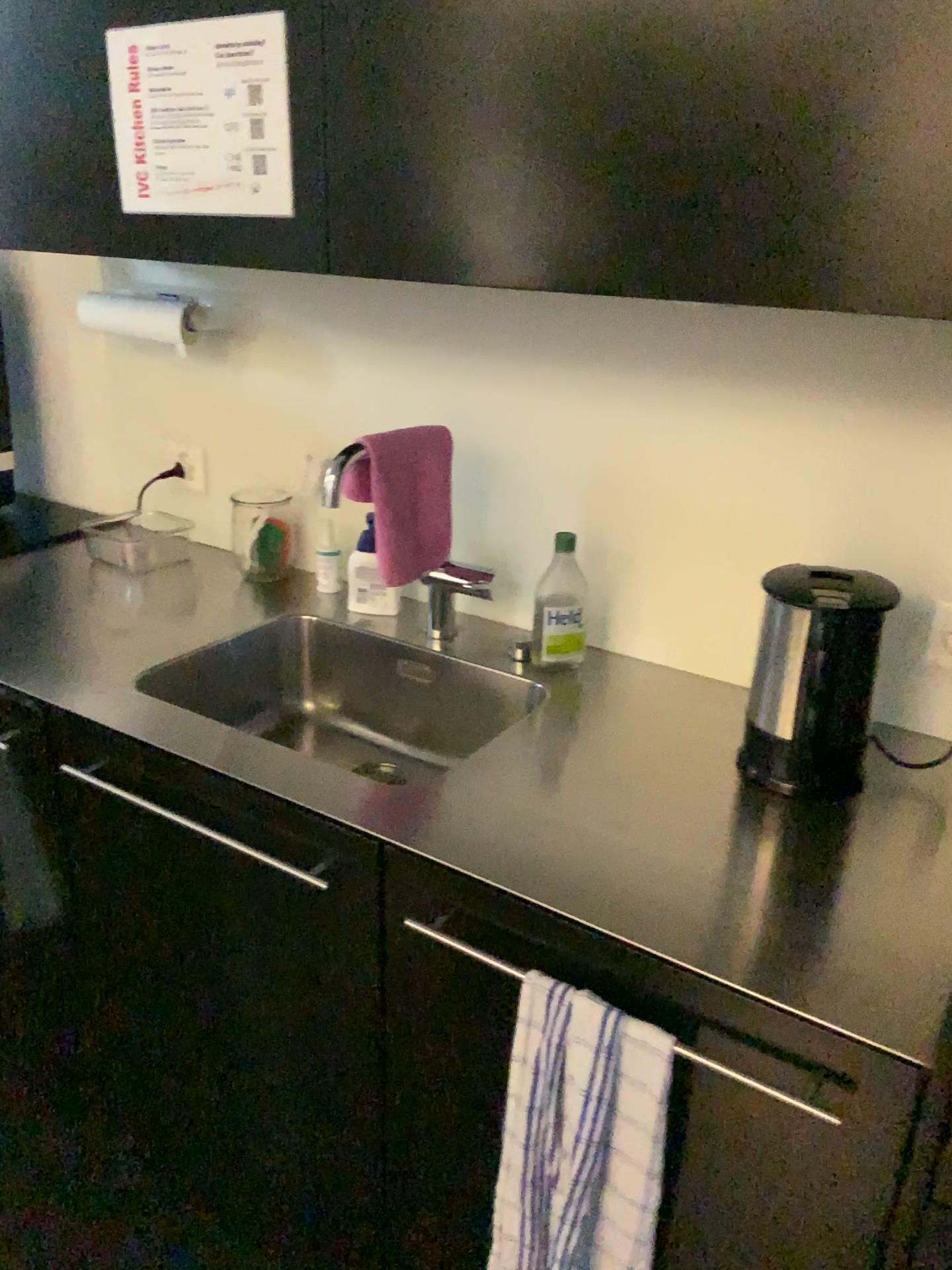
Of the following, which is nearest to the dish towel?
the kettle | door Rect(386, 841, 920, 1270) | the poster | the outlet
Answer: door Rect(386, 841, 920, 1270)

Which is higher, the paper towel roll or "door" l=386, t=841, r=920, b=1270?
the paper towel roll

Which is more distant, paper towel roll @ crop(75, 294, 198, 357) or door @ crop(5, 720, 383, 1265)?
paper towel roll @ crop(75, 294, 198, 357)

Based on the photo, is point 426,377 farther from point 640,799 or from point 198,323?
point 640,799

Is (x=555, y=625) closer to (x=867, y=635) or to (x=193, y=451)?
(x=867, y=635)

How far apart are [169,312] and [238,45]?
0.65m

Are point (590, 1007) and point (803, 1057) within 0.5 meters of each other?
yes

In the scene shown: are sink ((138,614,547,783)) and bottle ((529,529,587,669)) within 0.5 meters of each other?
yes

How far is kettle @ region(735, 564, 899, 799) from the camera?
1.1 meters

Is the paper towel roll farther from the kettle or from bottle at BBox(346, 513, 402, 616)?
the kettle
